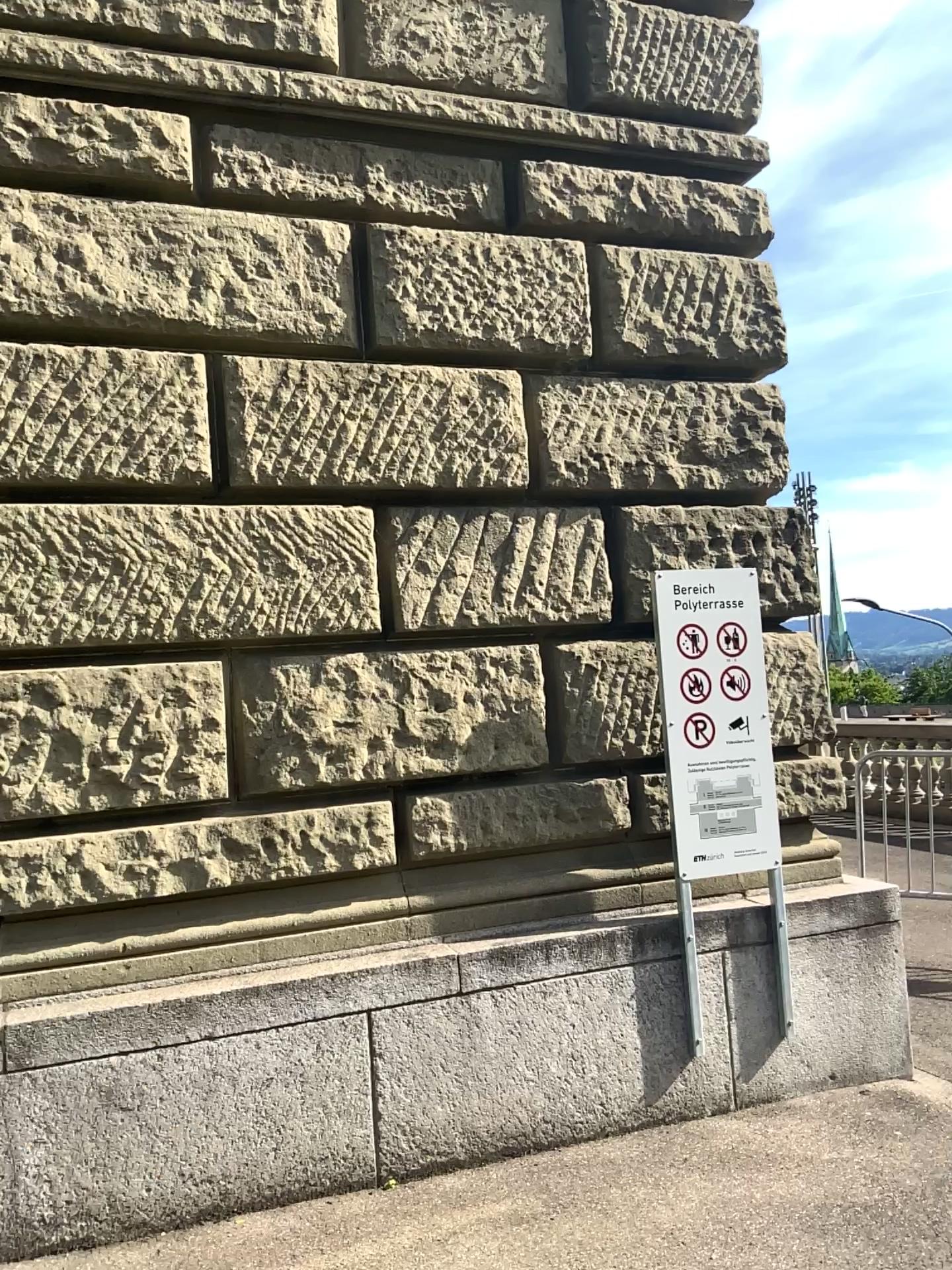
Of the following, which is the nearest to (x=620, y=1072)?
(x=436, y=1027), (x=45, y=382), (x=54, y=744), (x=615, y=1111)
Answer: (x=615, y=1111)
